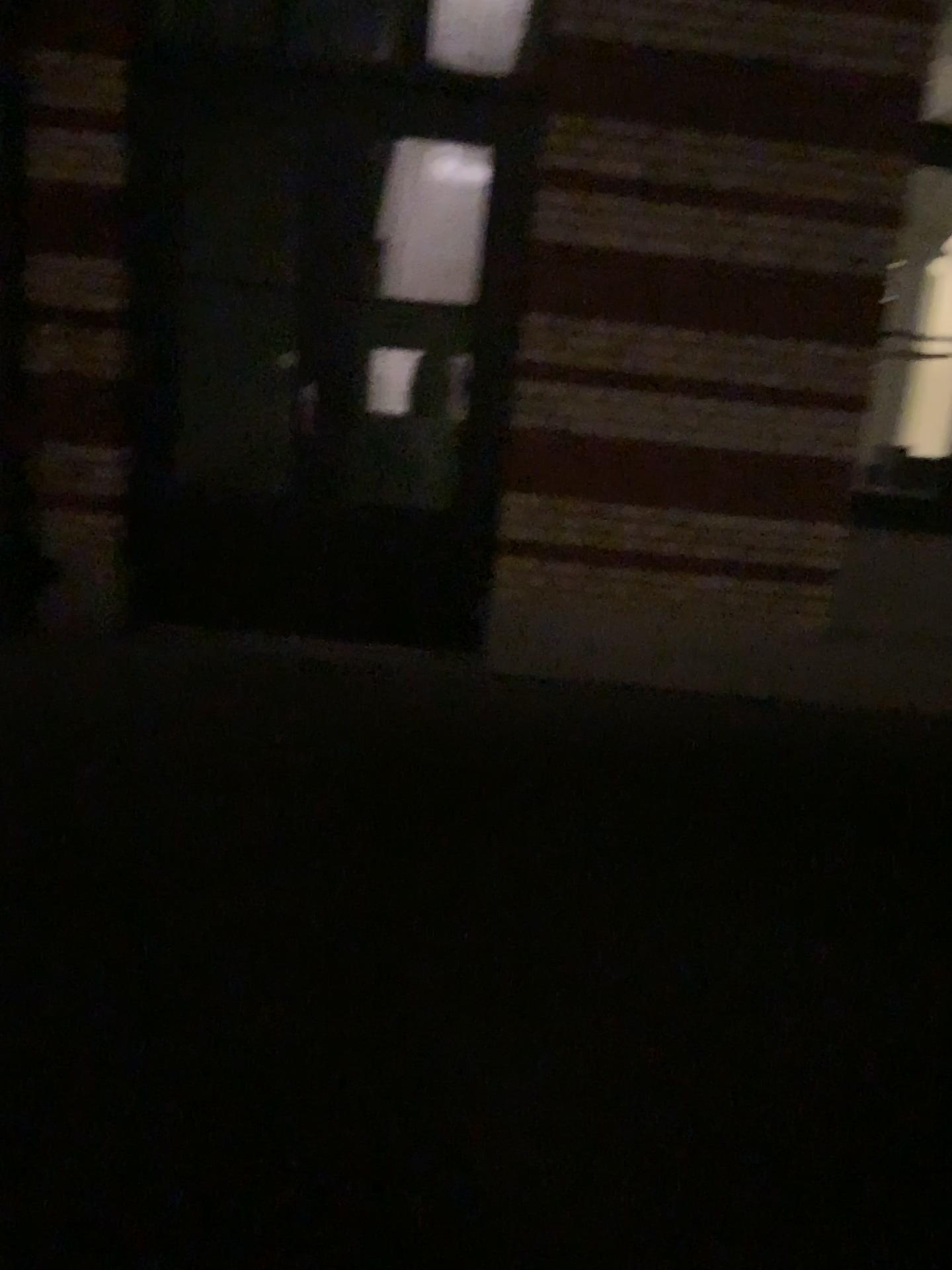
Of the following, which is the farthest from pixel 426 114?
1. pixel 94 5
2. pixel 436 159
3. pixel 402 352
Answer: pixel 94 5

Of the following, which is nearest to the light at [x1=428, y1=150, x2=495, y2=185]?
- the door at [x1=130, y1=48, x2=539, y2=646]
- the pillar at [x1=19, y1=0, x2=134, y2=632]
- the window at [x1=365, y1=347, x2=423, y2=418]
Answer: the door at [x1=130, y1=48, x2=539, y2=646]

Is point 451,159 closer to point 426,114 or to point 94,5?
point 426,114

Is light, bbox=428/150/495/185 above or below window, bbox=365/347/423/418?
above

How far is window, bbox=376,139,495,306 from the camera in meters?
4.6

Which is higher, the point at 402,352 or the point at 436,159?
the point at 436,159

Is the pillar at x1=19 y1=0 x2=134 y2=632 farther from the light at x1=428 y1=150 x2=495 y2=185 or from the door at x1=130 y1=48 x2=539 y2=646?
the light at x1=428 y1=150 x2=495 y2=185

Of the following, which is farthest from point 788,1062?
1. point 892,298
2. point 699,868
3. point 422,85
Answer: point 422,85

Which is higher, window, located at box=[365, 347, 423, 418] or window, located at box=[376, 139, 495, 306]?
window, located at box=[376, 139, 495, 306]

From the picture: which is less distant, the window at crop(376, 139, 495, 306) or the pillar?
the pillar
